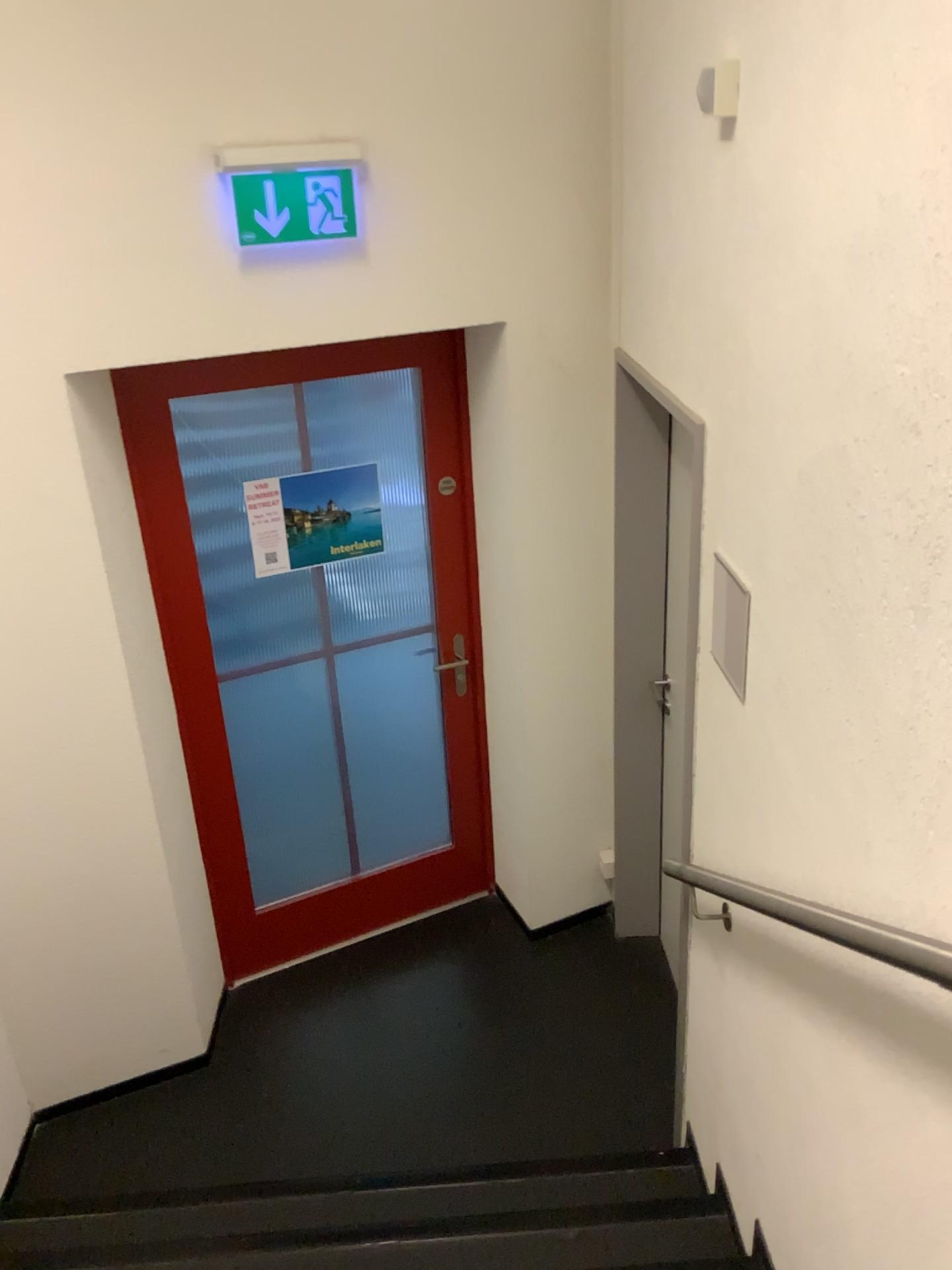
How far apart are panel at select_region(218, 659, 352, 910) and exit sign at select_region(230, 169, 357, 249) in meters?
1.4 m

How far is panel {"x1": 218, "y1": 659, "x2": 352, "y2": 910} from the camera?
3.34m

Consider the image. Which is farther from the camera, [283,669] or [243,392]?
Answer: [283,669]

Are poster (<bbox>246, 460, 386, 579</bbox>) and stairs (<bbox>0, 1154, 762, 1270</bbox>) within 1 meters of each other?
no

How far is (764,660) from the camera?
1.8 meters

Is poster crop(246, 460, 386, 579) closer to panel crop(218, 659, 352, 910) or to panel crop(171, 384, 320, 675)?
panel crop(171, 384, 320, 675)

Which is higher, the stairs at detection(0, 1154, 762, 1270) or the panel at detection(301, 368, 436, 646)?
the panel at detection(301, 368, 436, 646)

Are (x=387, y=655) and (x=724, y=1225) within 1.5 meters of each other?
no

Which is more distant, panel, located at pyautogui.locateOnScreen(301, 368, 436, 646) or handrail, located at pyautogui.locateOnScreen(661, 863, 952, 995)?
panel, located at pyautogui.locateOnScreen(301, 368, 436, 646)

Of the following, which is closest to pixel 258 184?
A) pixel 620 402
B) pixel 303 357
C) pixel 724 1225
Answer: pixel 303 357
